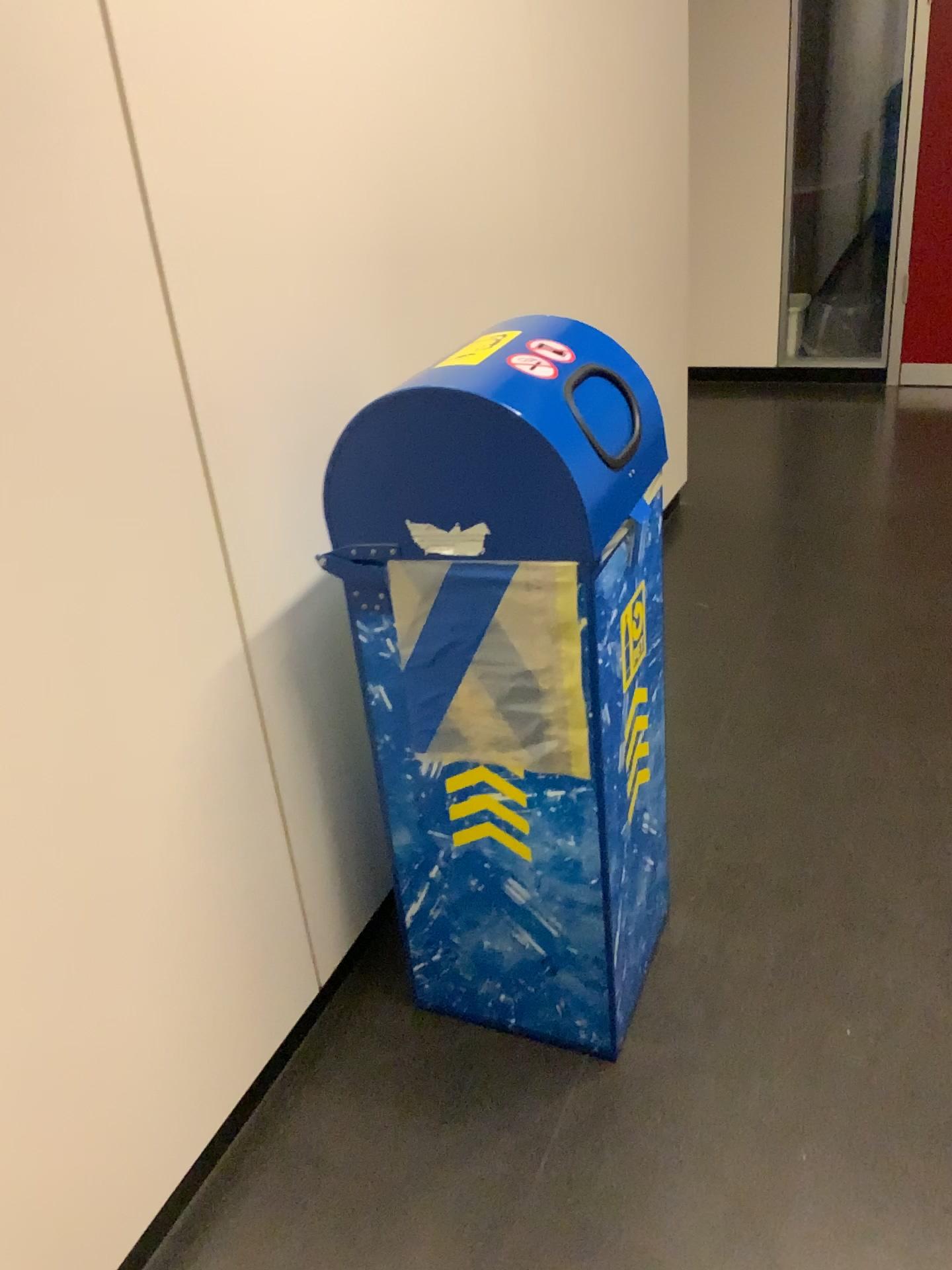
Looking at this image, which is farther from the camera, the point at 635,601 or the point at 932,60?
the point at 932,60

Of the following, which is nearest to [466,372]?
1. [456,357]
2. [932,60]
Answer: [456,357]

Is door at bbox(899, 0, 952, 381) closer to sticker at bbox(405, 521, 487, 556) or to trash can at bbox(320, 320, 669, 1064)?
trash can at bbox(320, 320, 669, 1064)

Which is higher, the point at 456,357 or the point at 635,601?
the point at 456,357

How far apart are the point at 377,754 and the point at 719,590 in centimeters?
175cm

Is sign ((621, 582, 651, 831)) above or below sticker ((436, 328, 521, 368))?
below

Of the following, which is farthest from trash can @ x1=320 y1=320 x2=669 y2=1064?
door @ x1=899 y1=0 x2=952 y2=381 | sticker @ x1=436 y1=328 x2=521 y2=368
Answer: door @ x1=899 y1=0 x2=952 y2=381

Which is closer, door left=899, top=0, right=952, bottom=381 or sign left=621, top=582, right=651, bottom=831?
sign left=621, top=582, right=651, bottom=831

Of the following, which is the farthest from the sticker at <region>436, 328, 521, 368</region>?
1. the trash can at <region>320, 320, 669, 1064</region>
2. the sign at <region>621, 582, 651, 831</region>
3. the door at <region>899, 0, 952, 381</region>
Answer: the door at <region>899, 0, 952, 381</region>

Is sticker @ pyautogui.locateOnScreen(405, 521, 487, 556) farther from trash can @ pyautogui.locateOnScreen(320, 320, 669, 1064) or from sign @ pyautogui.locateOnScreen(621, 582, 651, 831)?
sign @ pyautogui.locateOnScreen(621, 582, 651, 831)
